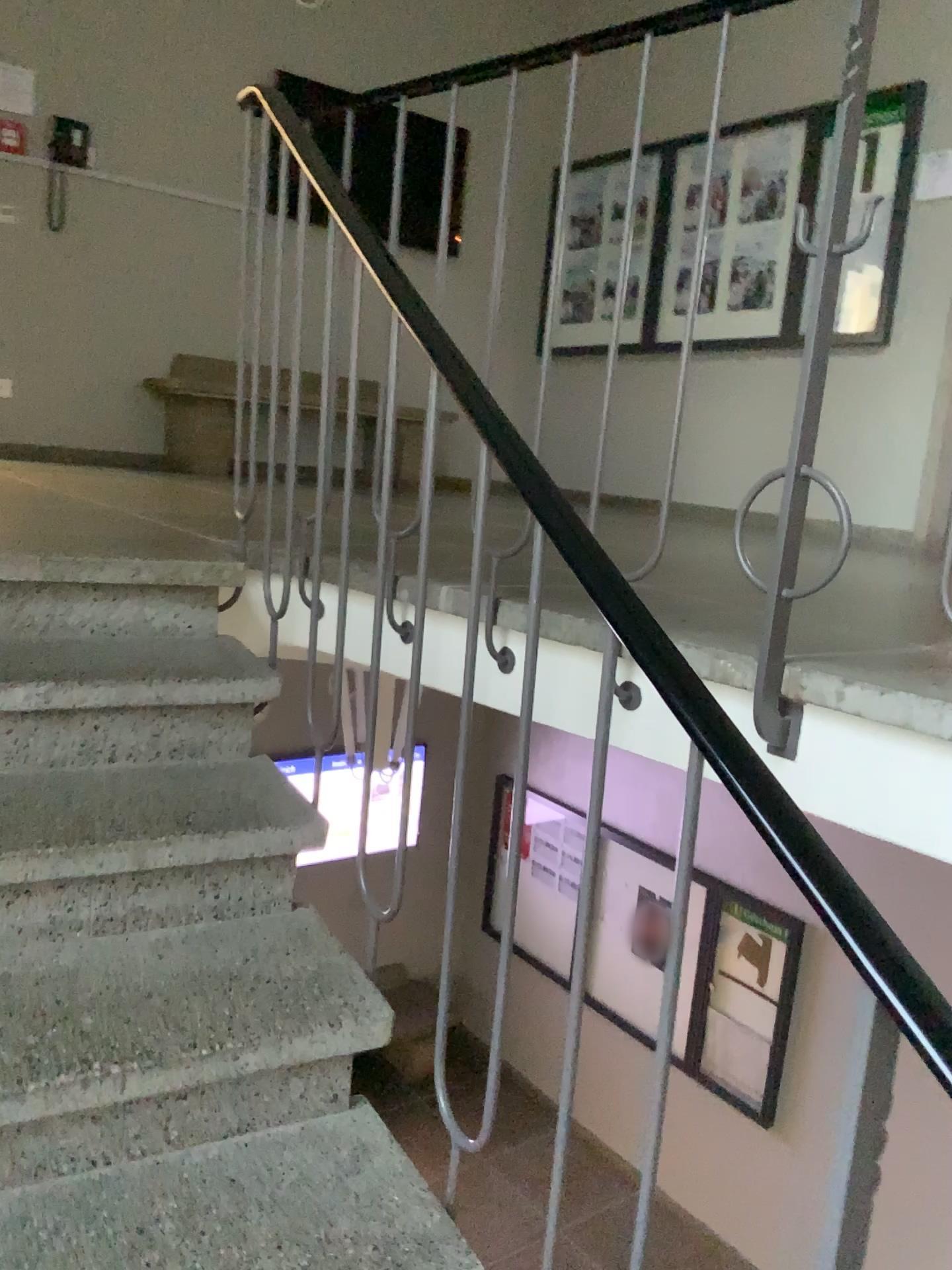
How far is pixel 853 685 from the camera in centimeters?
150cm
